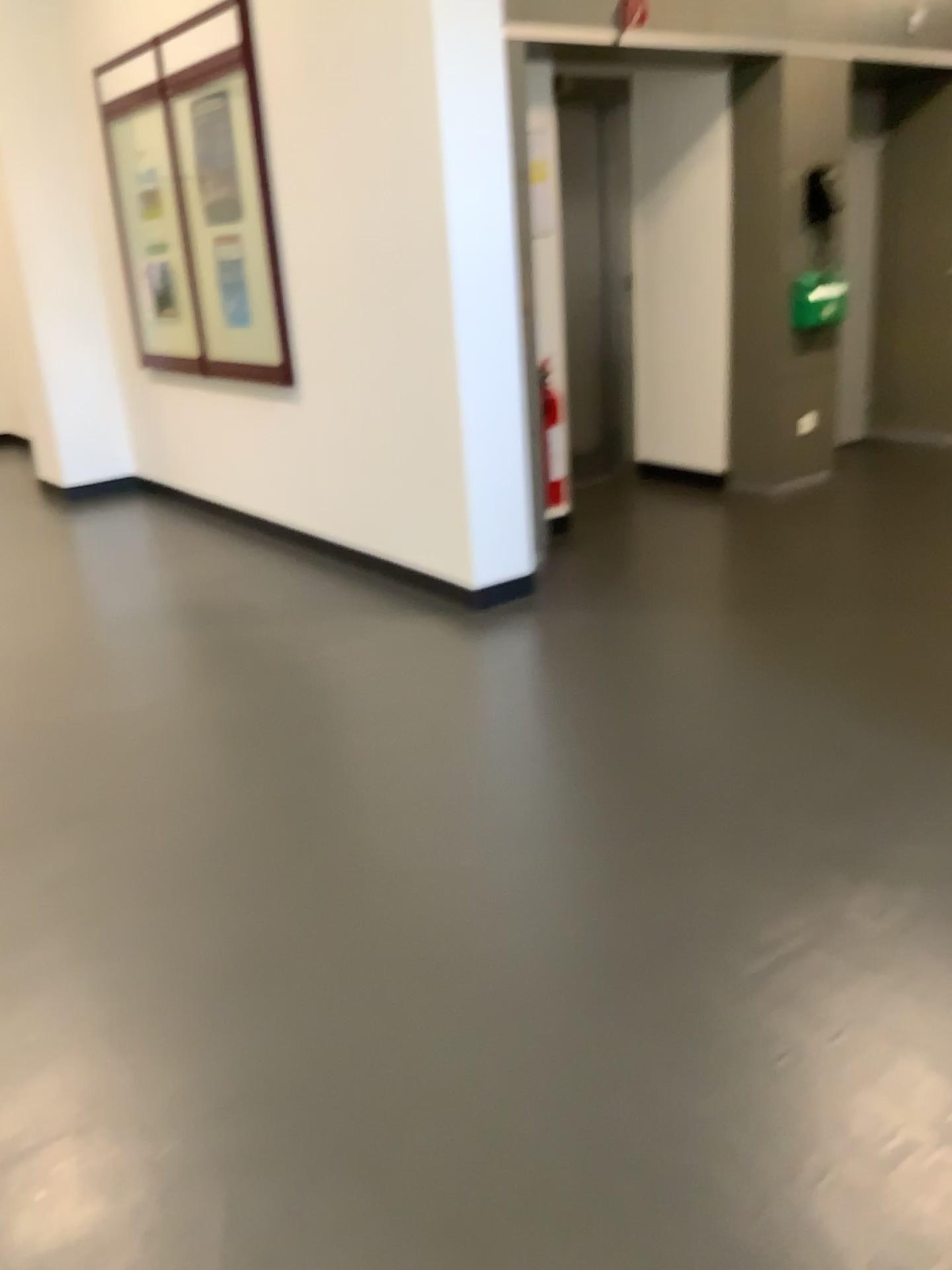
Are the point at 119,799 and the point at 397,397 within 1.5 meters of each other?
no
